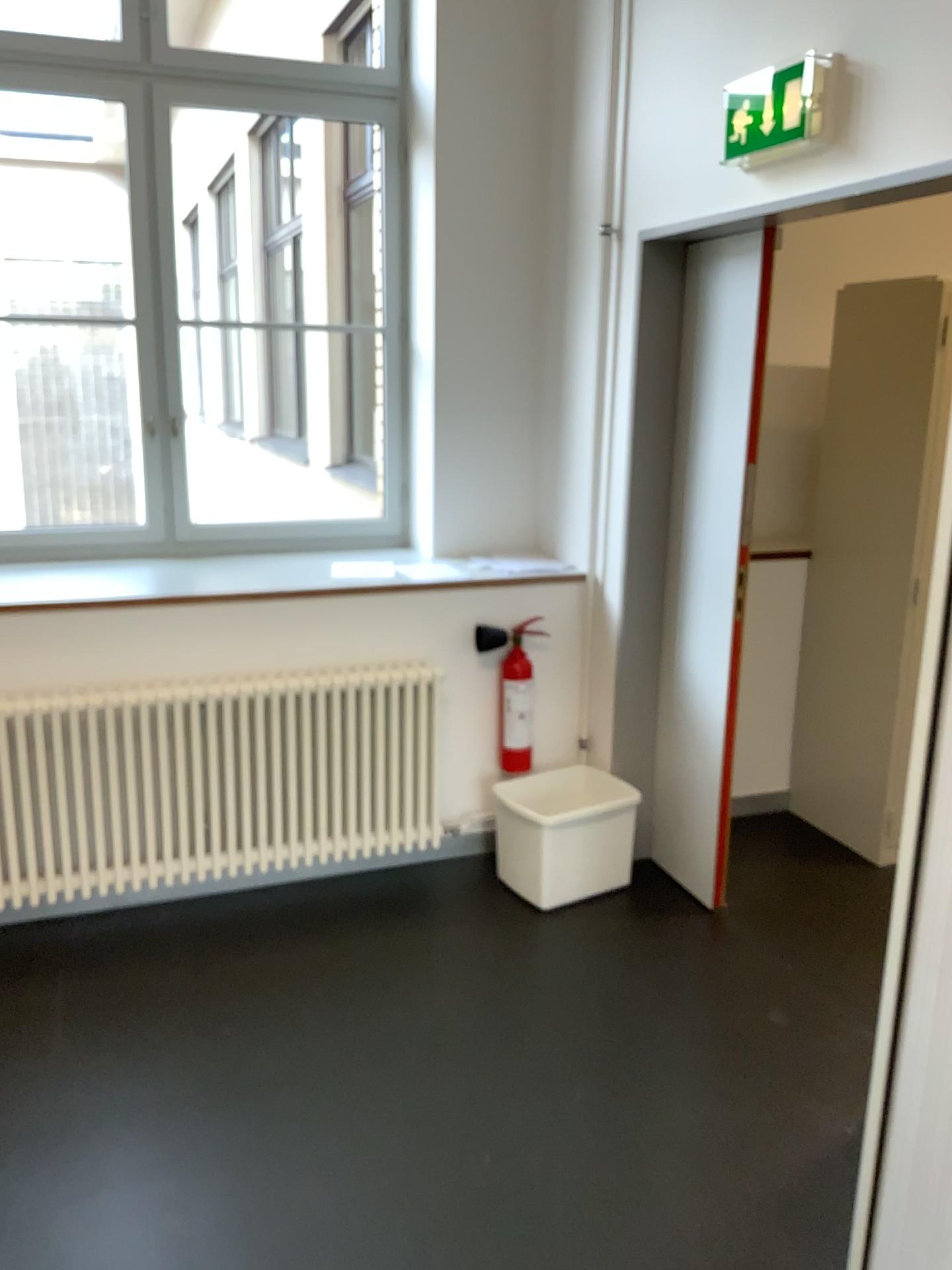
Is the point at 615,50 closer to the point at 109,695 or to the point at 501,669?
the point at 501,669

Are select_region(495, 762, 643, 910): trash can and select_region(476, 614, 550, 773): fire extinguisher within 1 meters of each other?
yes

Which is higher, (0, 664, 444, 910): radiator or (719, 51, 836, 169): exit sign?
(719, 51, 836, 169): exit sign

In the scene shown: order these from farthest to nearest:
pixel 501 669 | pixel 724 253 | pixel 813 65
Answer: pixel 501 669
pixel 724 253
pixel 813 65

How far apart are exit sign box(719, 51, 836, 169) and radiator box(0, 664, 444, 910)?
1.7 meters

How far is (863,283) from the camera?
3.84m

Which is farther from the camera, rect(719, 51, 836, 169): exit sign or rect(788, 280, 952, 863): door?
rect(788, 280, 952, 863): door

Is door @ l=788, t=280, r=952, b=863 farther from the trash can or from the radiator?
the radiator

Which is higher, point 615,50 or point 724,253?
point 615,50

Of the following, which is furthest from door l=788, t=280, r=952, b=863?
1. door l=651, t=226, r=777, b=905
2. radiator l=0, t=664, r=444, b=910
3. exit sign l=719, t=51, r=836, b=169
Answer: radiator l=0, t=664, r=444, b=910
